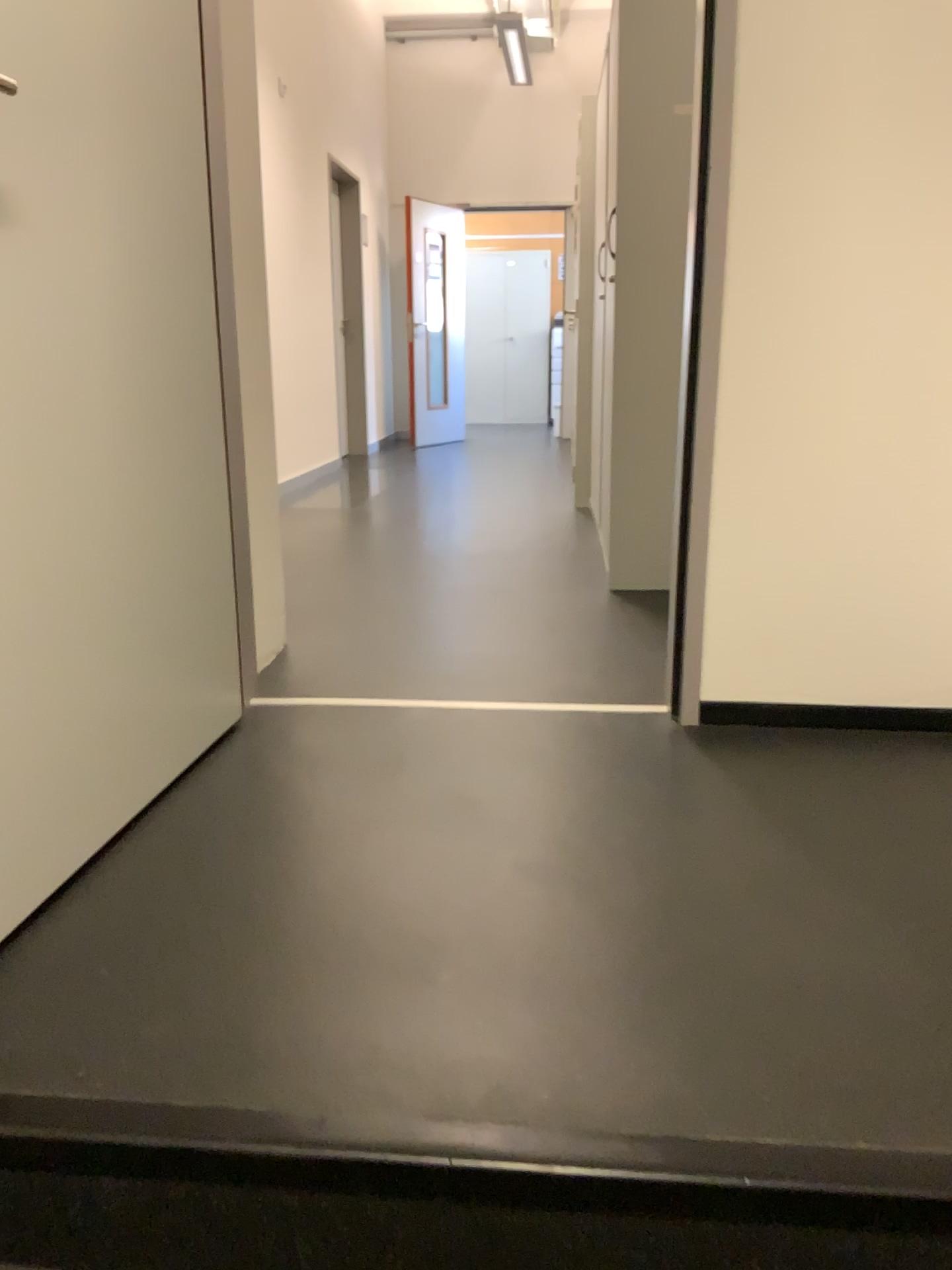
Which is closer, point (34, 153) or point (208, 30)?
point (34, 153)

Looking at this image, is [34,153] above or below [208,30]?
below

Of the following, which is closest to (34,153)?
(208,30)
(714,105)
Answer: (208,30)

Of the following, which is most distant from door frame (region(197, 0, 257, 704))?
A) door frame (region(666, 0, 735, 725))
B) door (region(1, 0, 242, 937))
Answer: door frame (region(666, 0, 735, 725))

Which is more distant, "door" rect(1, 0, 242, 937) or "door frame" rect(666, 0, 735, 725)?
"door frame" rect(666, 0, 735, 725)

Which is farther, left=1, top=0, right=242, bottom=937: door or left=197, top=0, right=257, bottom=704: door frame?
left=197, top=0, right=257, bottom=704: door frame

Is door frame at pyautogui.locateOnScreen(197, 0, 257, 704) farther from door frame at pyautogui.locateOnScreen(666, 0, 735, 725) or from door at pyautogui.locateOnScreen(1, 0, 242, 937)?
door frame at pyautogui.locateOnScreen(666, 0, 735, 725)

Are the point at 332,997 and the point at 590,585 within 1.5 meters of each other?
no
